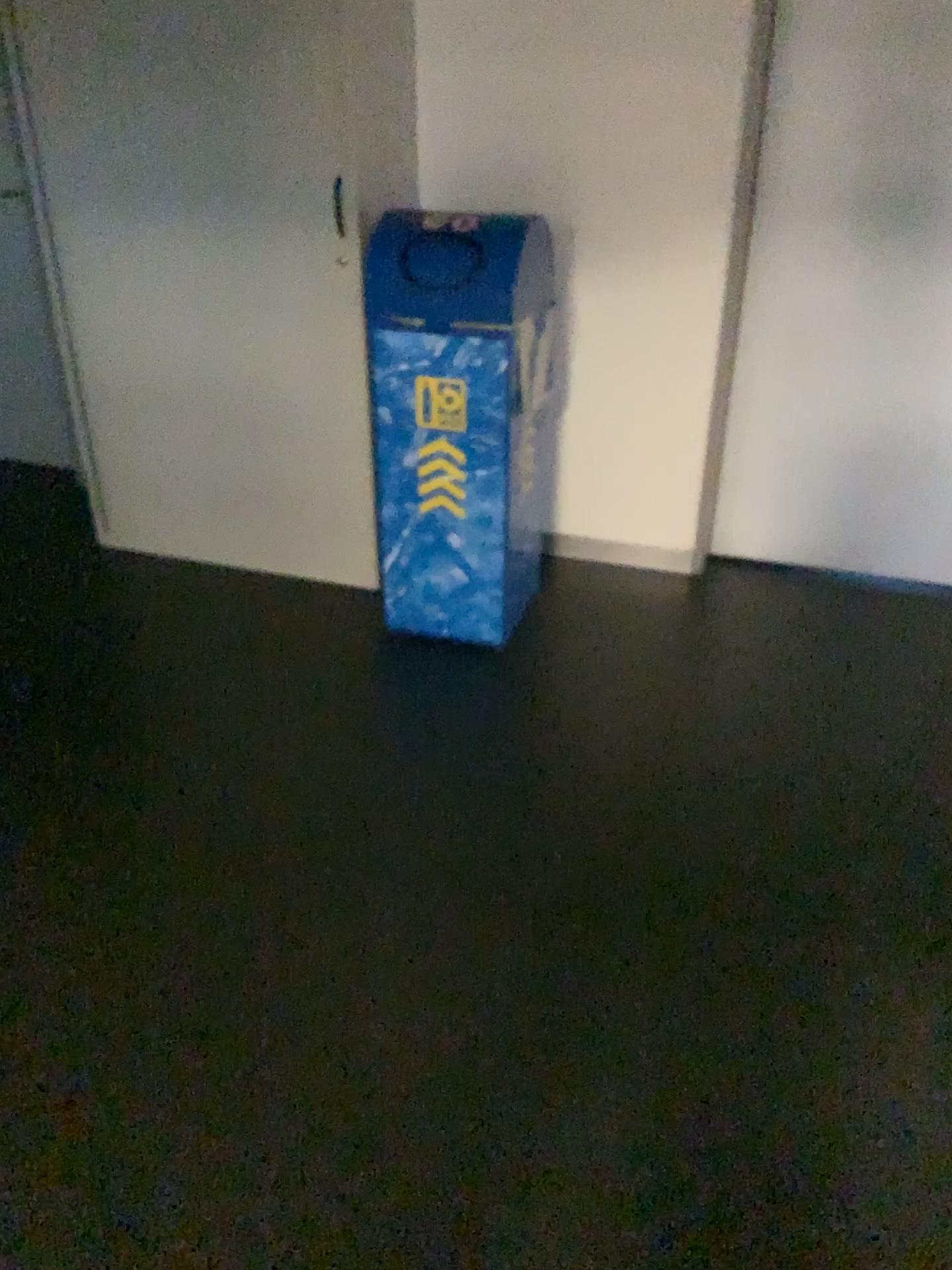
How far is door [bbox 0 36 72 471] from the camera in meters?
3.8

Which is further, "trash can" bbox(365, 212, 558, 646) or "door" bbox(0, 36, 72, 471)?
"door" bbox(0, 36, 72, 471)

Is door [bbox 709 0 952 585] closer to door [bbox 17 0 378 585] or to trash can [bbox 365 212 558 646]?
trash can [bbox 365 212 558 646]

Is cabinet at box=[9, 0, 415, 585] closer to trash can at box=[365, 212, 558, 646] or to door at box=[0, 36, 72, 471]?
trash can at box=[365, 212, 558, 646]

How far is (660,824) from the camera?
2.3m

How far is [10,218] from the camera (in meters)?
3.75

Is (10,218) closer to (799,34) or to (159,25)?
(159,25)

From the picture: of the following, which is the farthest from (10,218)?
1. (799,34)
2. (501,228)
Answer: (799,34)

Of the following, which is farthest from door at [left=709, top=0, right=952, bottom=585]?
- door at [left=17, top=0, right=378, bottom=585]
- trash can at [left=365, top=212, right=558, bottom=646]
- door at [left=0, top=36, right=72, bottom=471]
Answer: door at [left=0, top=36, right=72, bottom=471]

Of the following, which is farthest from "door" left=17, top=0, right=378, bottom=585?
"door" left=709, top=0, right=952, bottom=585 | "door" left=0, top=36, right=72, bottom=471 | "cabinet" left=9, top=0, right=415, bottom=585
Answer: "door" left=709, top=0, right=952, bottom=585
